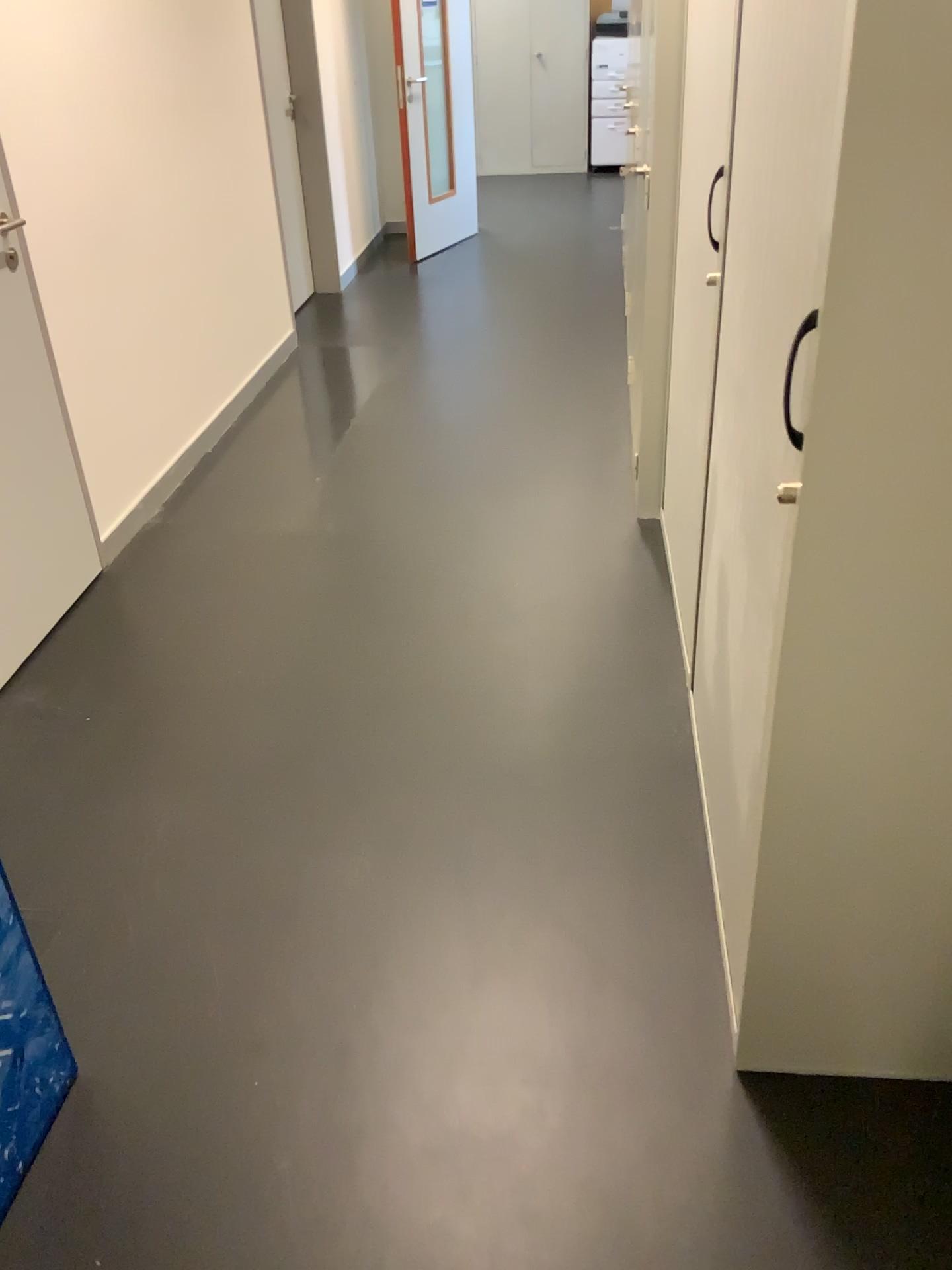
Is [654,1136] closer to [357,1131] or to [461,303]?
[357,1131]

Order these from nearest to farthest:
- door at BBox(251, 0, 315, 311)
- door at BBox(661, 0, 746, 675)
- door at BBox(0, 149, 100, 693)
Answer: door at BBox(661, 0, 746, 675)
door at BBox(0, 149, 100, 693)
door at BBox(251, 0, 315, 311)

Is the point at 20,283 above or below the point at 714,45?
below

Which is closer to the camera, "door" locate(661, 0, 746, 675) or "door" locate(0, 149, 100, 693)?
"door" locate(661, 0, 746, 675)

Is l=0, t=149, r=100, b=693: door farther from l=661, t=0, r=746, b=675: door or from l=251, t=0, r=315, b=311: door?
l=251, t=0, r=315, b=311: door

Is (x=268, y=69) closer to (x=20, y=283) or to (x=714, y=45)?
(x=20, y=283)

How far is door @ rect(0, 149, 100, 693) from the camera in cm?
266

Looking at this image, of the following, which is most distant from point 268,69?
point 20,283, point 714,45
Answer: point 714,45

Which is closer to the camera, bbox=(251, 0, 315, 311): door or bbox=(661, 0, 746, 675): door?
bbox=(661, 0, 746, 675): door

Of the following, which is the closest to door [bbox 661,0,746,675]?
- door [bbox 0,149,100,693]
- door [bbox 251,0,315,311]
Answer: door [bbox 0,149,100,693]
